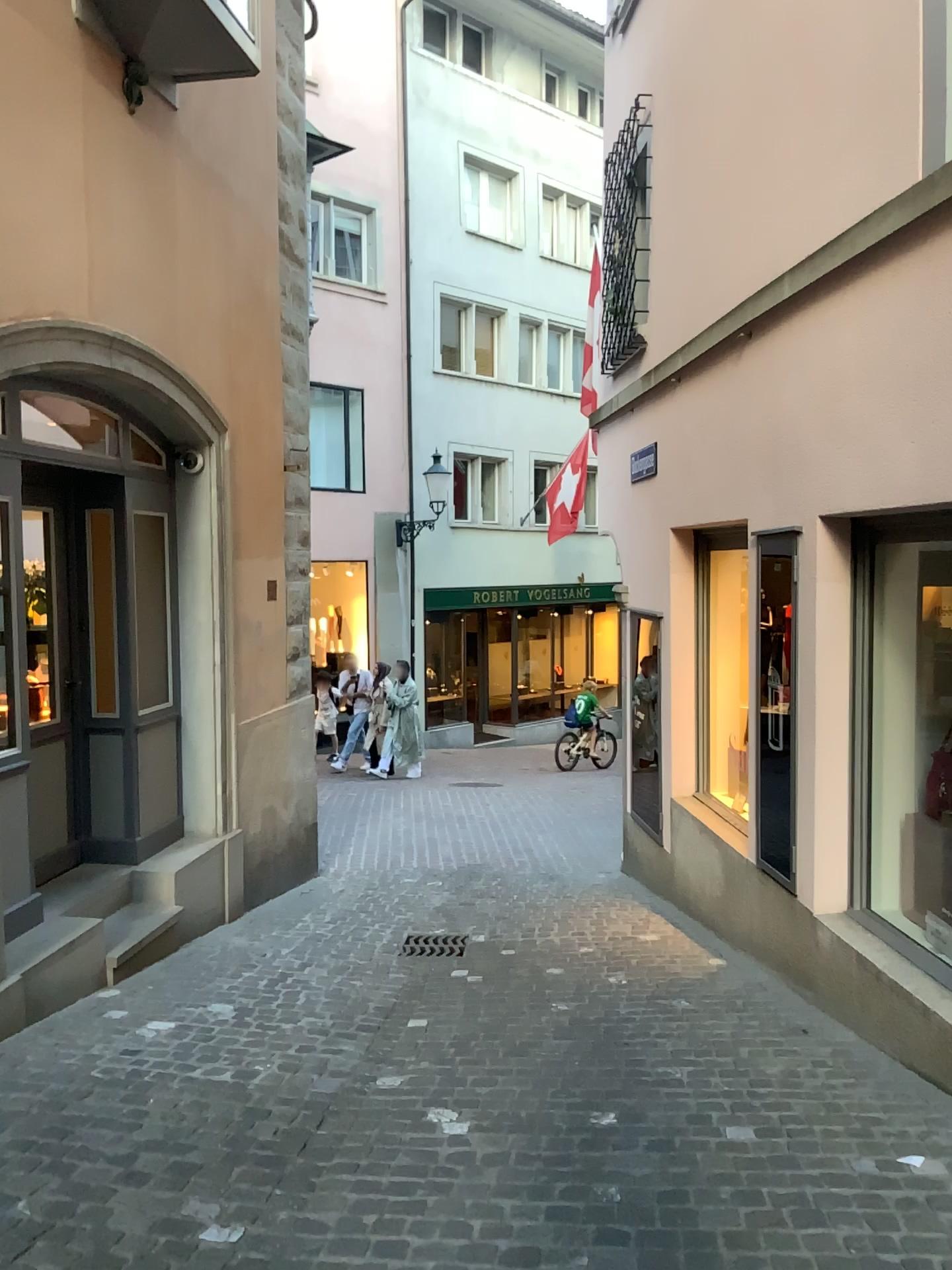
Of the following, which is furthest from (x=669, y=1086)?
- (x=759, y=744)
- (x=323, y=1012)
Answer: (x=759, y=744)
